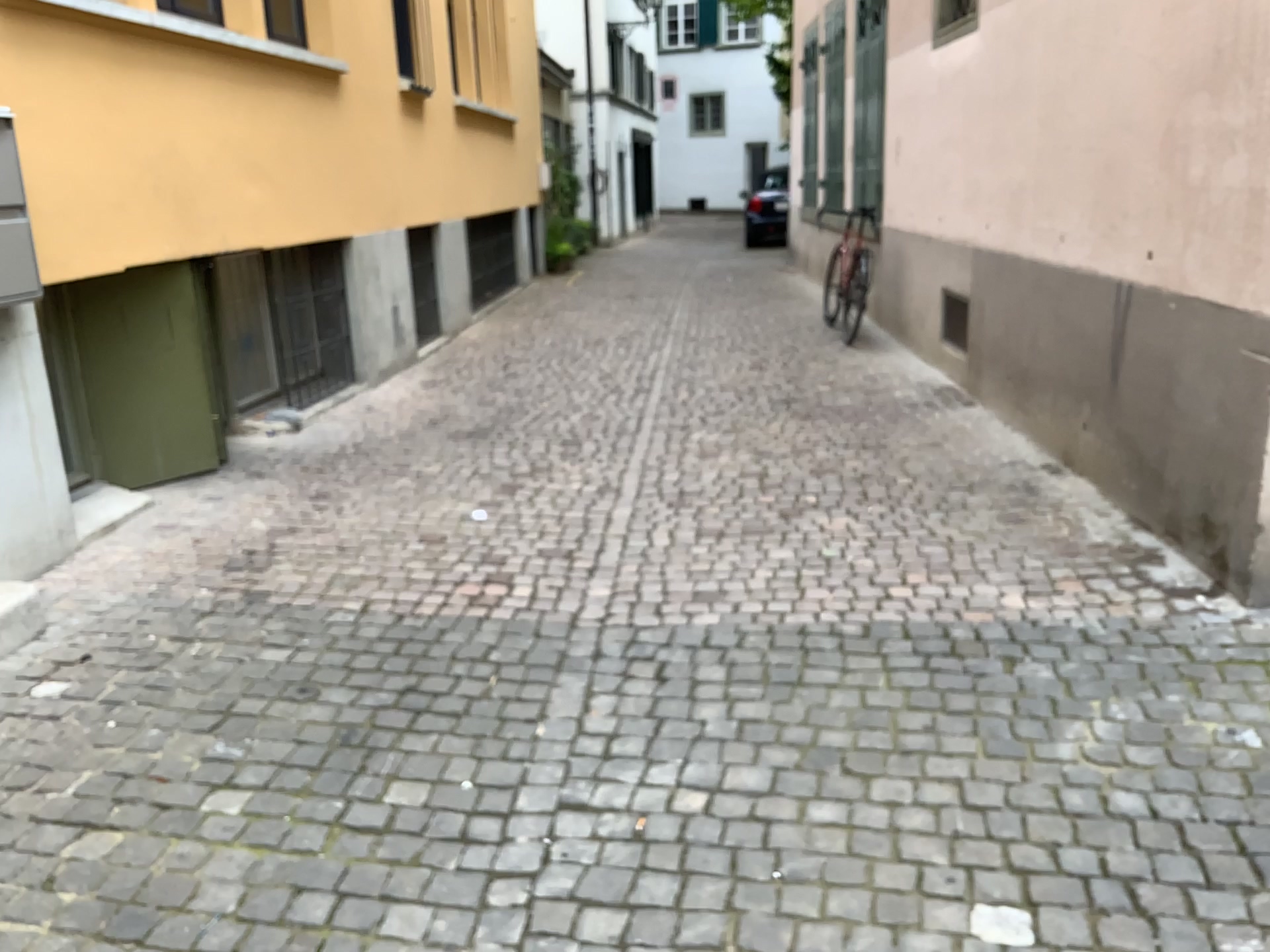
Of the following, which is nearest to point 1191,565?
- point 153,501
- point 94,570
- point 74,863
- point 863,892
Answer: point 863,892
